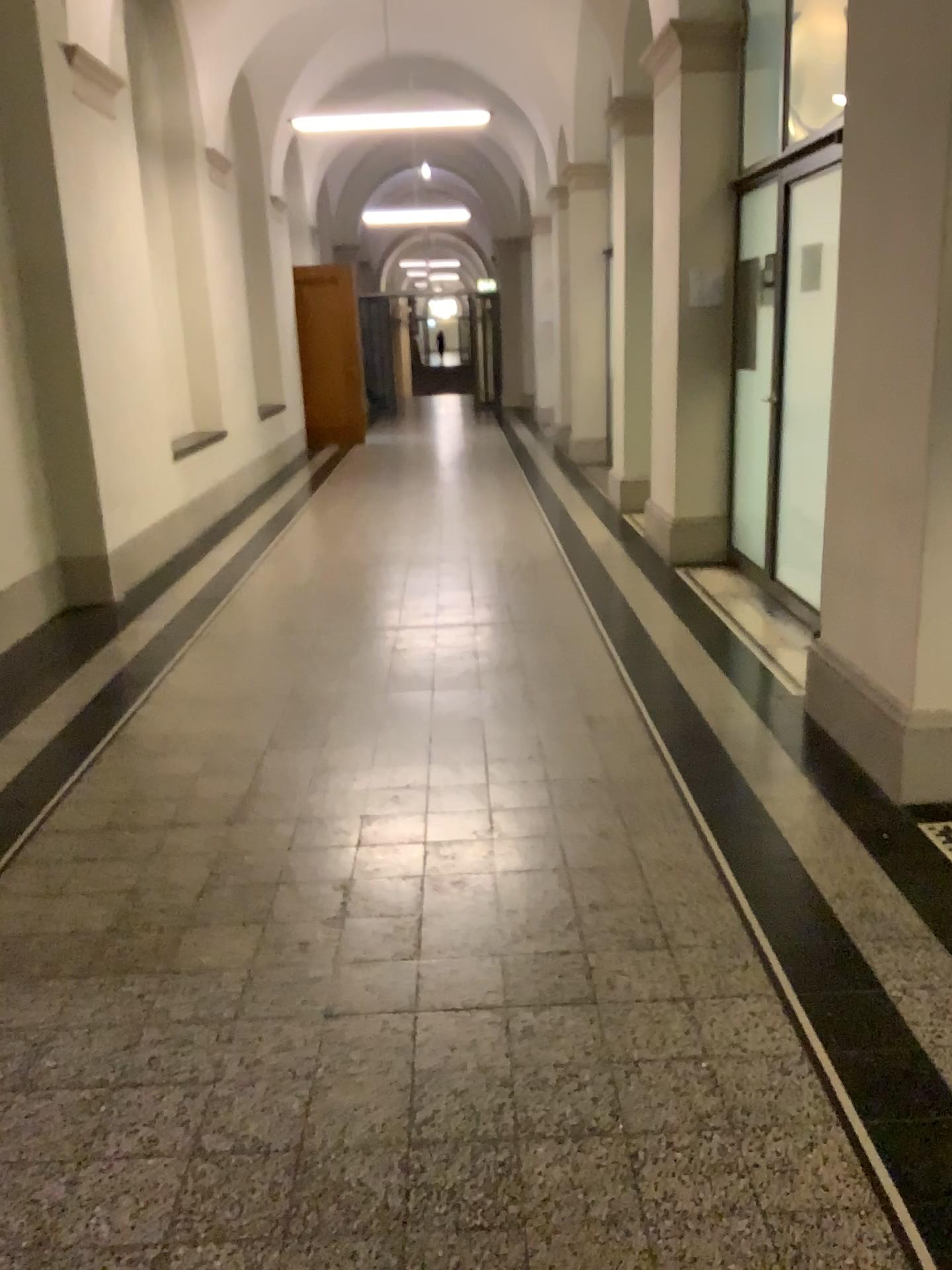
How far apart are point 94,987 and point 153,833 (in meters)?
0.80
